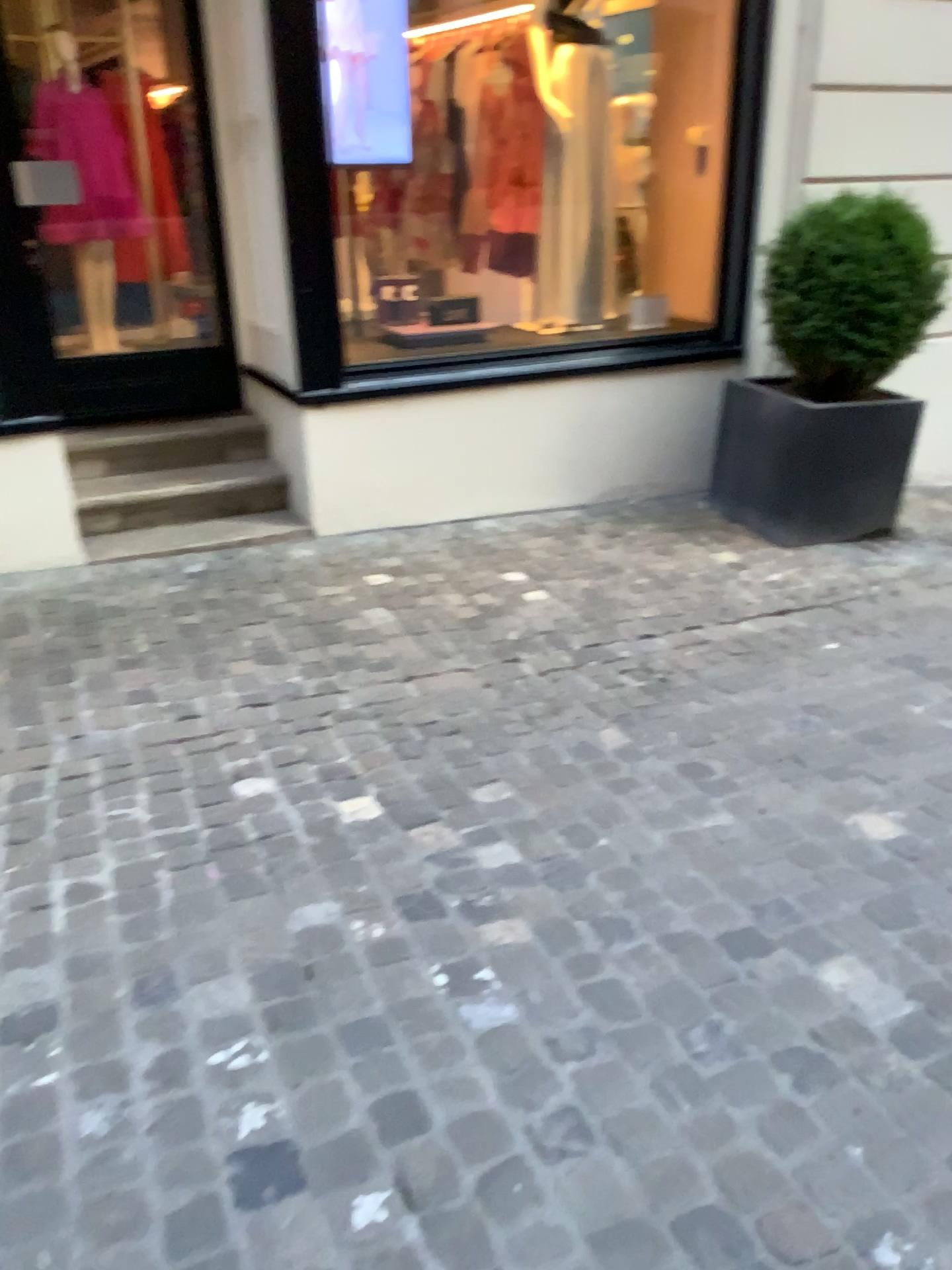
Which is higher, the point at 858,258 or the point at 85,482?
the point at 858,258

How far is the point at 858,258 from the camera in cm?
418

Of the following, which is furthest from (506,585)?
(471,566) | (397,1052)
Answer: (397,1052)

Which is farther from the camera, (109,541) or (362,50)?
(109,541)

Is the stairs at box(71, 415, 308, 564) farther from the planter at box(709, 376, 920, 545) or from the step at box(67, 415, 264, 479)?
the planter at box(709, 376, 920, 545)

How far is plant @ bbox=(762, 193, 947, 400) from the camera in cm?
418

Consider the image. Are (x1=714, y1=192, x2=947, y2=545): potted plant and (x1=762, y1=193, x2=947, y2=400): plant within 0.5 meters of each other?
yes

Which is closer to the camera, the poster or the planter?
the poster

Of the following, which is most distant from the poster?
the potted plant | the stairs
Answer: the potted plant

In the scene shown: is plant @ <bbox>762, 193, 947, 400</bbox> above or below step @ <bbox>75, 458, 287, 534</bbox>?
above
